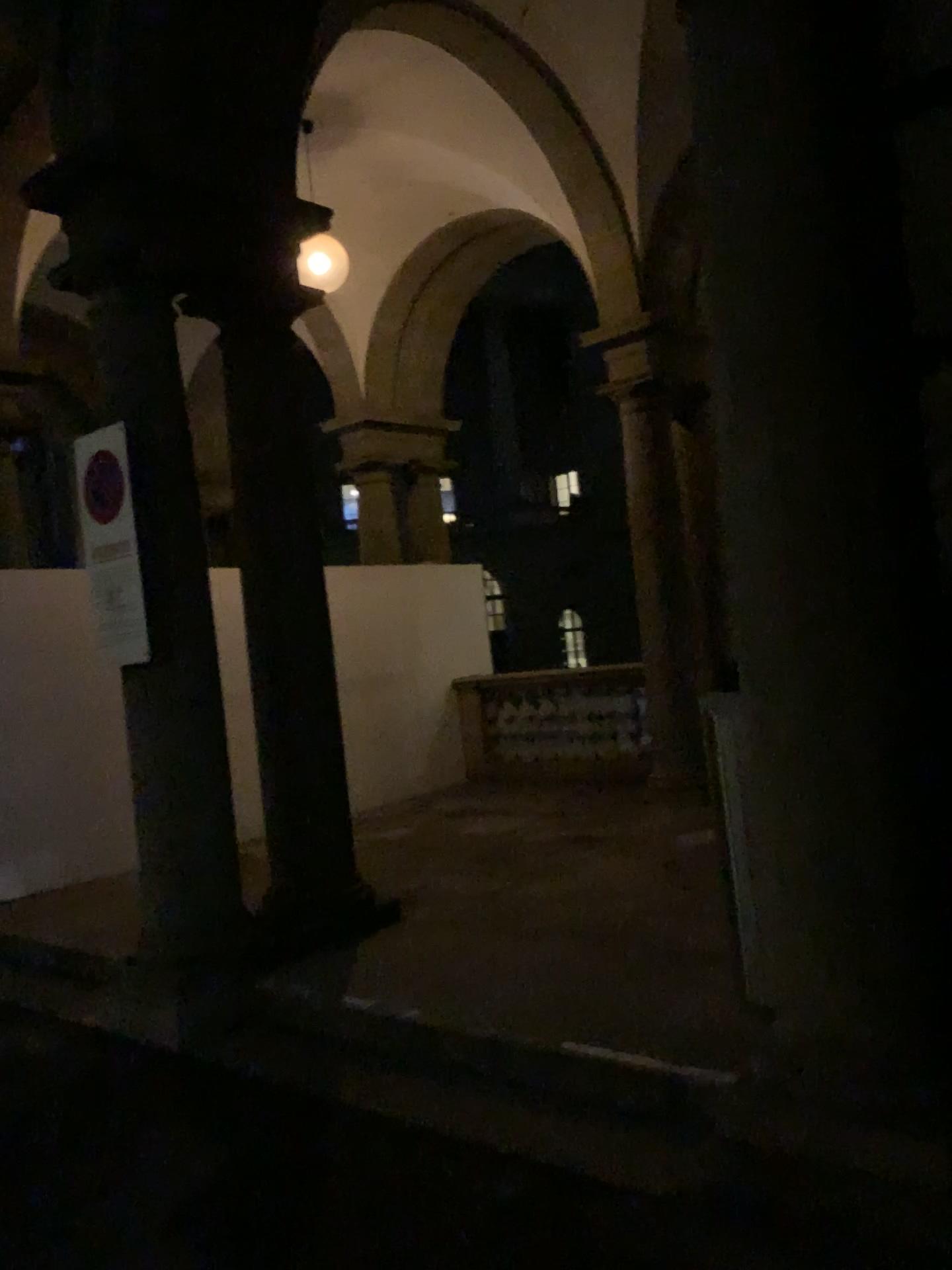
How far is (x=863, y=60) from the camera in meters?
2.5

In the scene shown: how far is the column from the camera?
2.5m

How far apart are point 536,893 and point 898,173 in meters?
3.8
